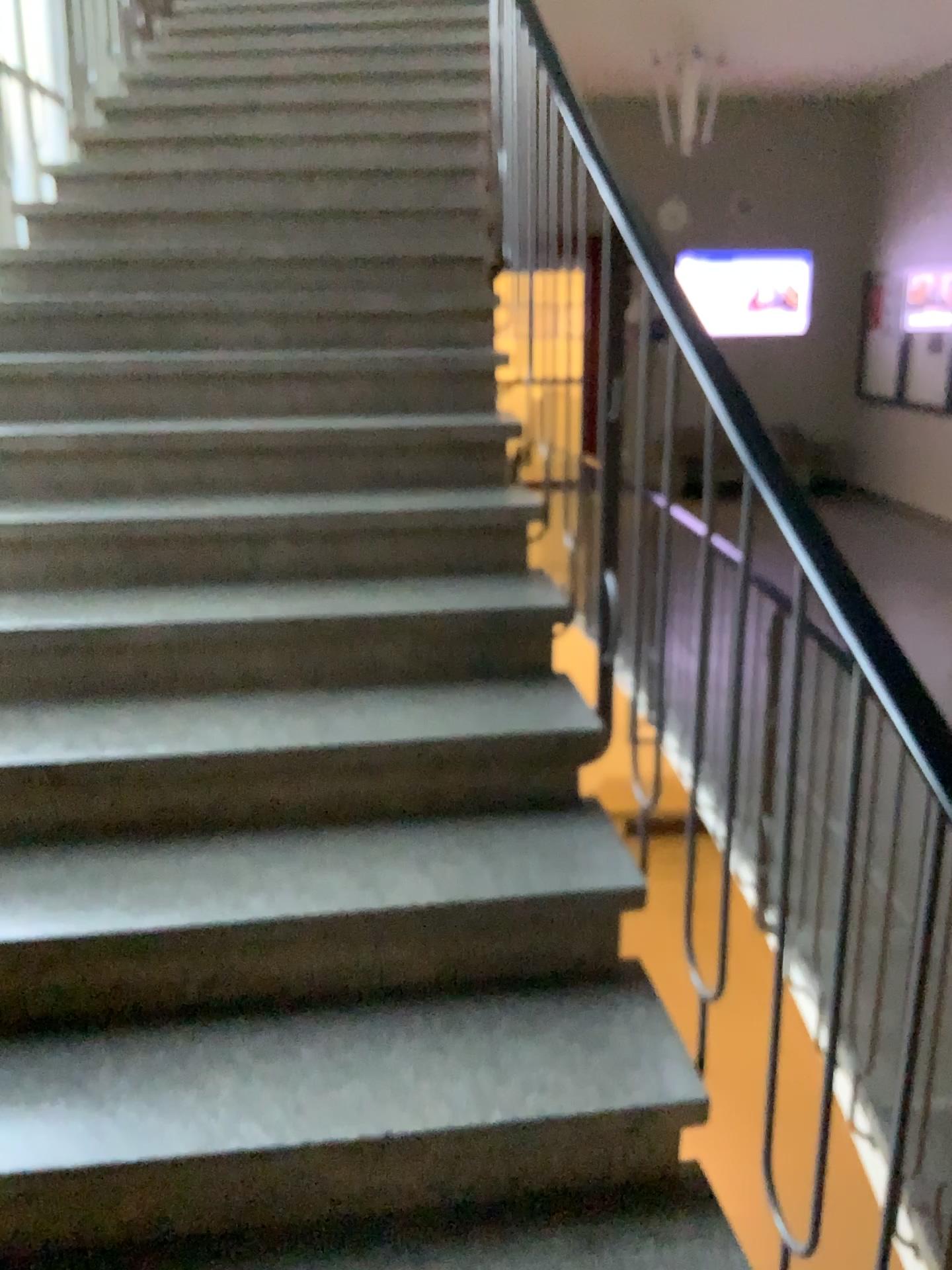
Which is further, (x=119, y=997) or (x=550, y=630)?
(x=550, y=630)
